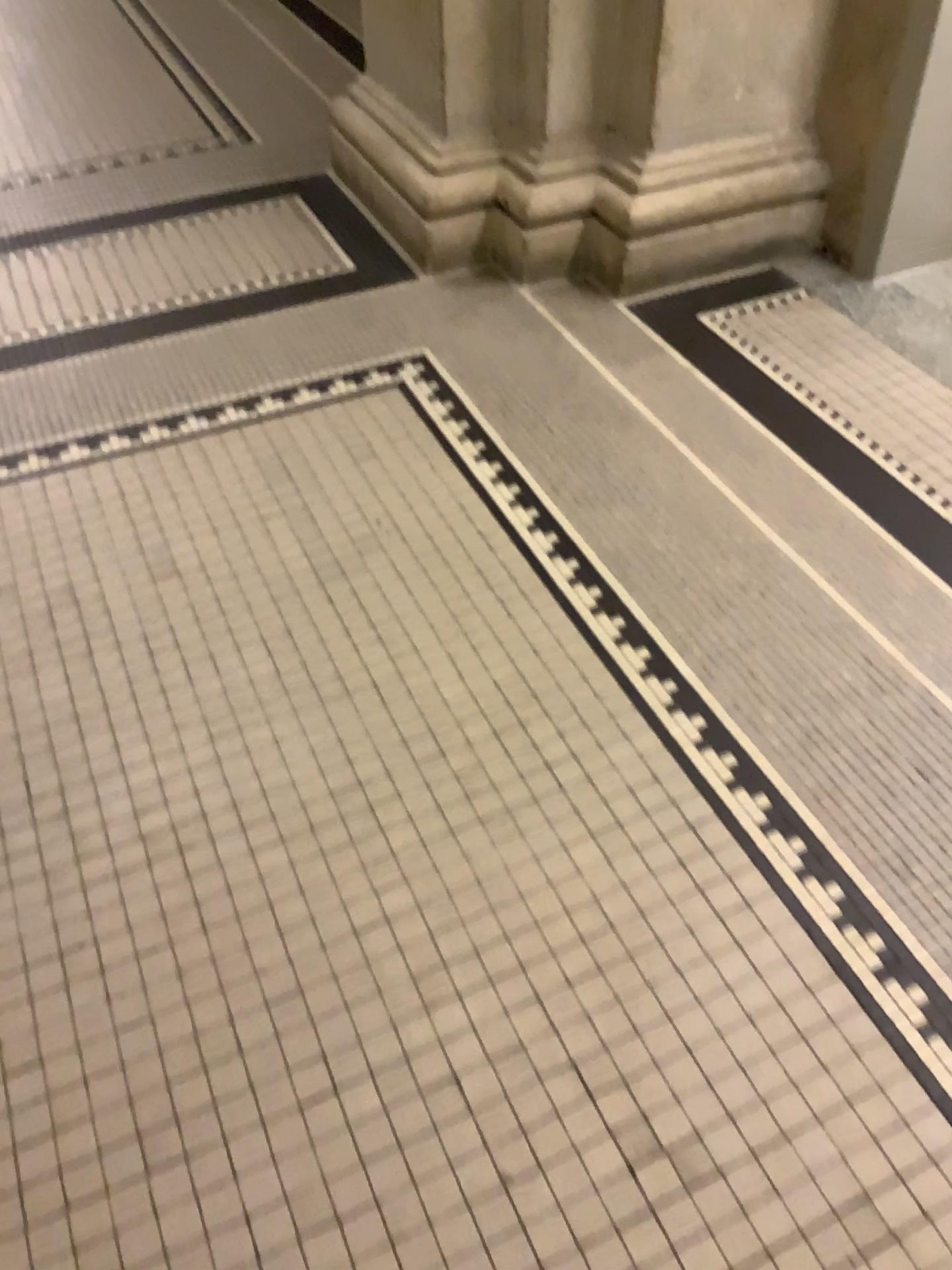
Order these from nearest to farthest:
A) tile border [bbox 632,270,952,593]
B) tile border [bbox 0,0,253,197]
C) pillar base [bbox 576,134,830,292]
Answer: tile border [bbox 632,270,952,593], pillar base [bbox 576,134,830,292], tile border [bbox 0,0,253,197]

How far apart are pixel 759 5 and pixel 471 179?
0.7m

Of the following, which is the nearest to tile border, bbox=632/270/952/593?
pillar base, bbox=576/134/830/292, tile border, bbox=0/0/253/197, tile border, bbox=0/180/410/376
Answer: pillar base, bbox=576/134/830/292

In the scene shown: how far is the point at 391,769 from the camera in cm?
157

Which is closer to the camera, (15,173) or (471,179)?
(471,179)

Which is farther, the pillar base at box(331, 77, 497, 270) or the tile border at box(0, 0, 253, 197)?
the tile border at box(0, 0, 253, 197)

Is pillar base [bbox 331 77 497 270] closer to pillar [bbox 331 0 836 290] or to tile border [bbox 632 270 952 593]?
pillar [bbox 331 0 836 290]

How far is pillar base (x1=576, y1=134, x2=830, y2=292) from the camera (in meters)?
2.44

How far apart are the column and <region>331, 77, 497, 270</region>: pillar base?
0.3 meters

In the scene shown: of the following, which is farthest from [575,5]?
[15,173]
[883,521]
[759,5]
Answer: [15,173]
